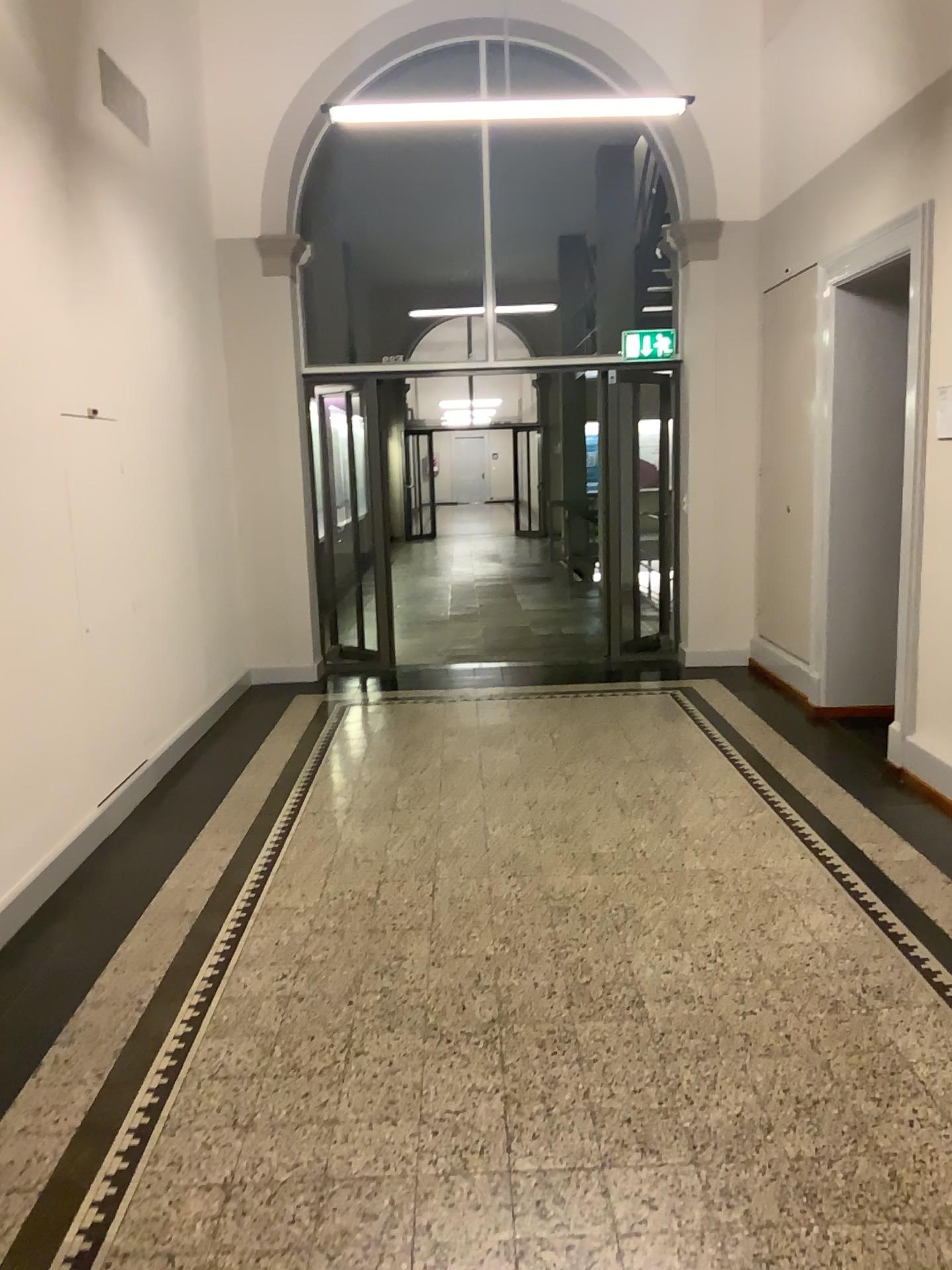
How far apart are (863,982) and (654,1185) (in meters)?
1.09
